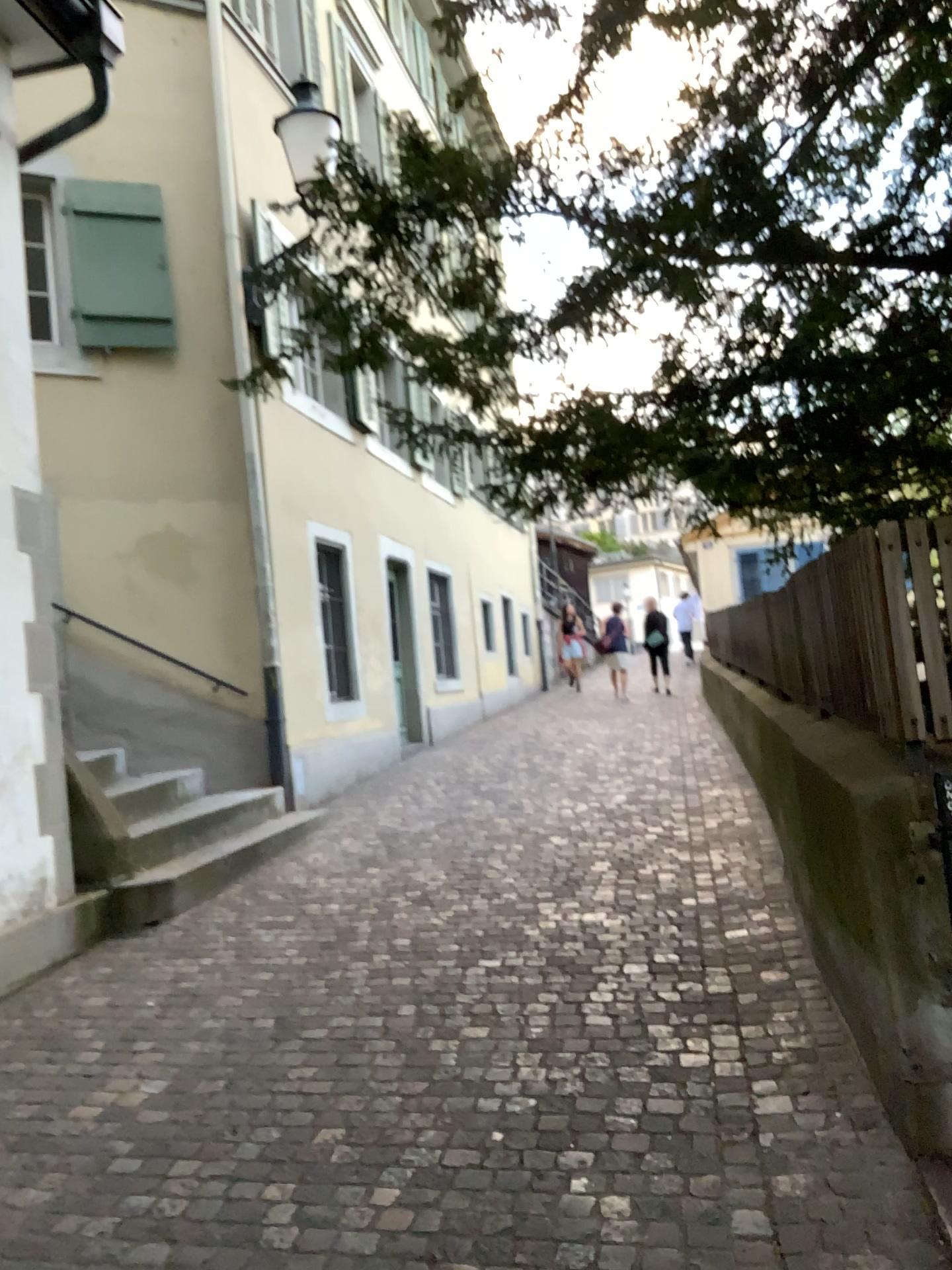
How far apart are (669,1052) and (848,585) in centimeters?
155cm
